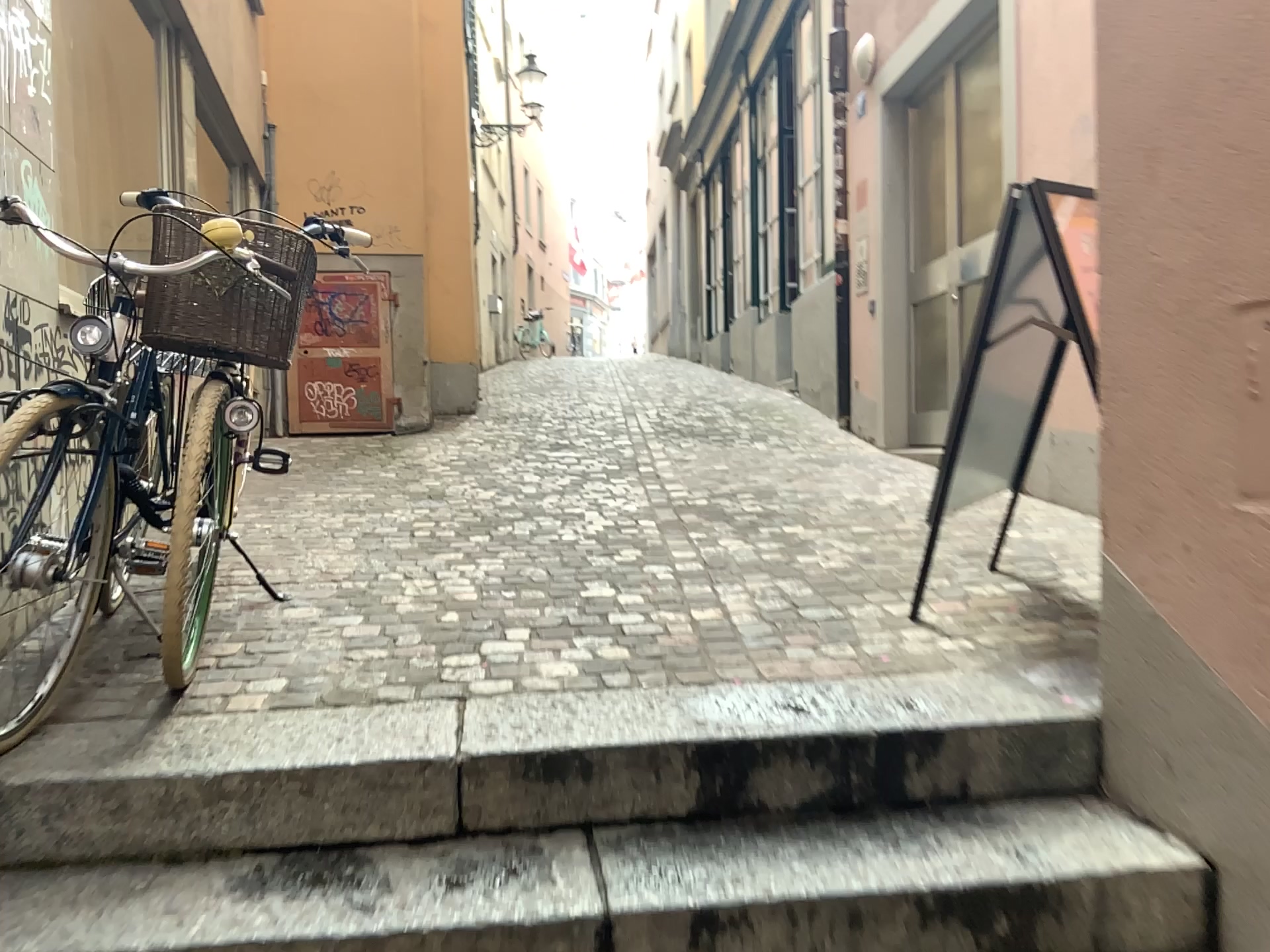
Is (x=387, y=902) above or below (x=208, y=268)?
below

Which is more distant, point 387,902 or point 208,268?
point 208,268

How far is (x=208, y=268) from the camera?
2.3m

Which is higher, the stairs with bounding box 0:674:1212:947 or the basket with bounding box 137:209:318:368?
the basket with bounding box 137:209:318:368

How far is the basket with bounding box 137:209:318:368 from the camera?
2.29m

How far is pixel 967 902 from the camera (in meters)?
1.74

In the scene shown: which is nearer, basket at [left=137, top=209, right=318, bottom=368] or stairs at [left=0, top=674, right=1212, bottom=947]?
stairs at [left=0, top=674, right=1212, bottom=947]
